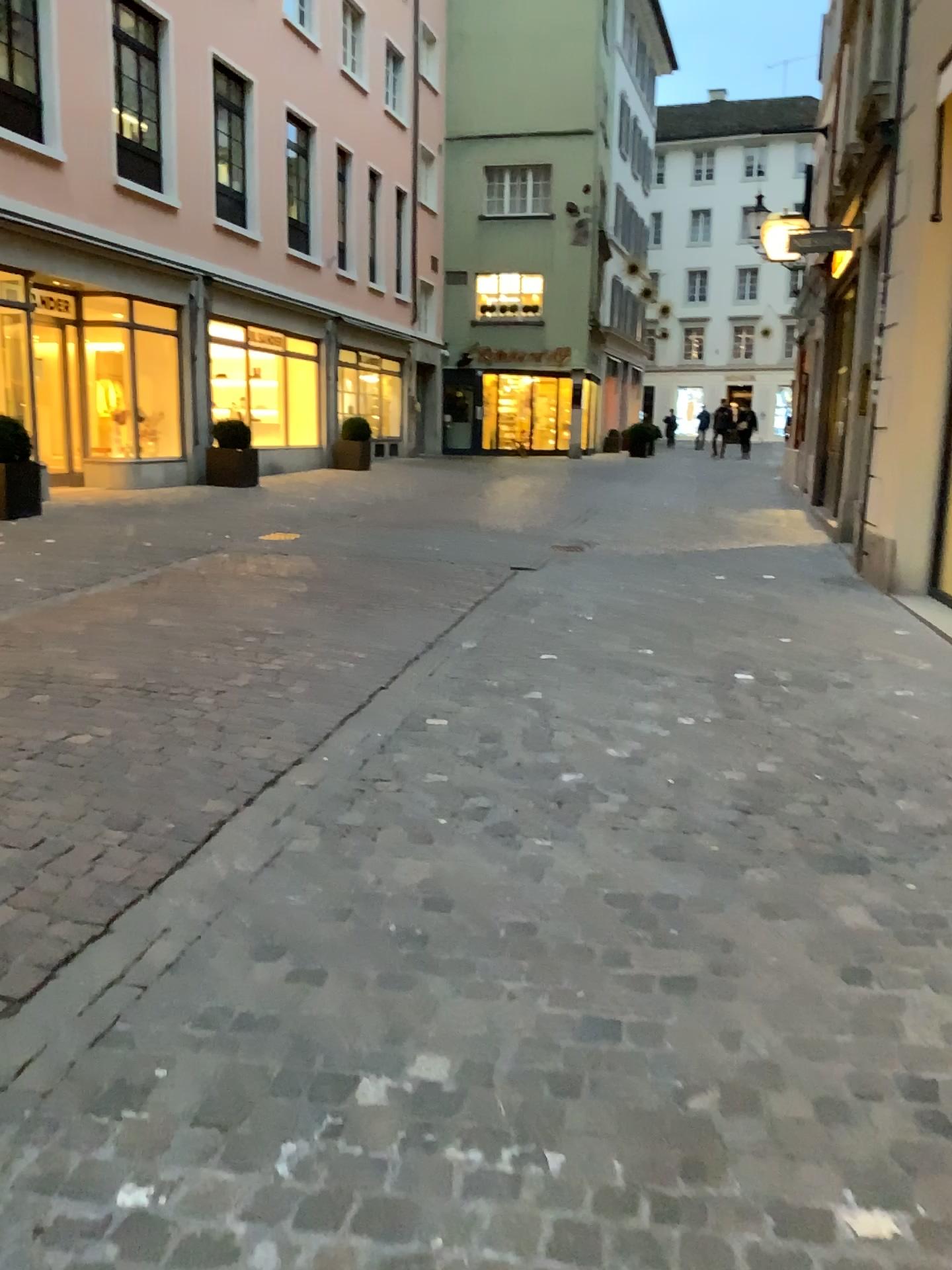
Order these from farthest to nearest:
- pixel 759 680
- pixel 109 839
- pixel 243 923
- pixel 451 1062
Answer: pixel 759 680 → pixel 109 839 → pixel 243 923 → pixel 451 1062
